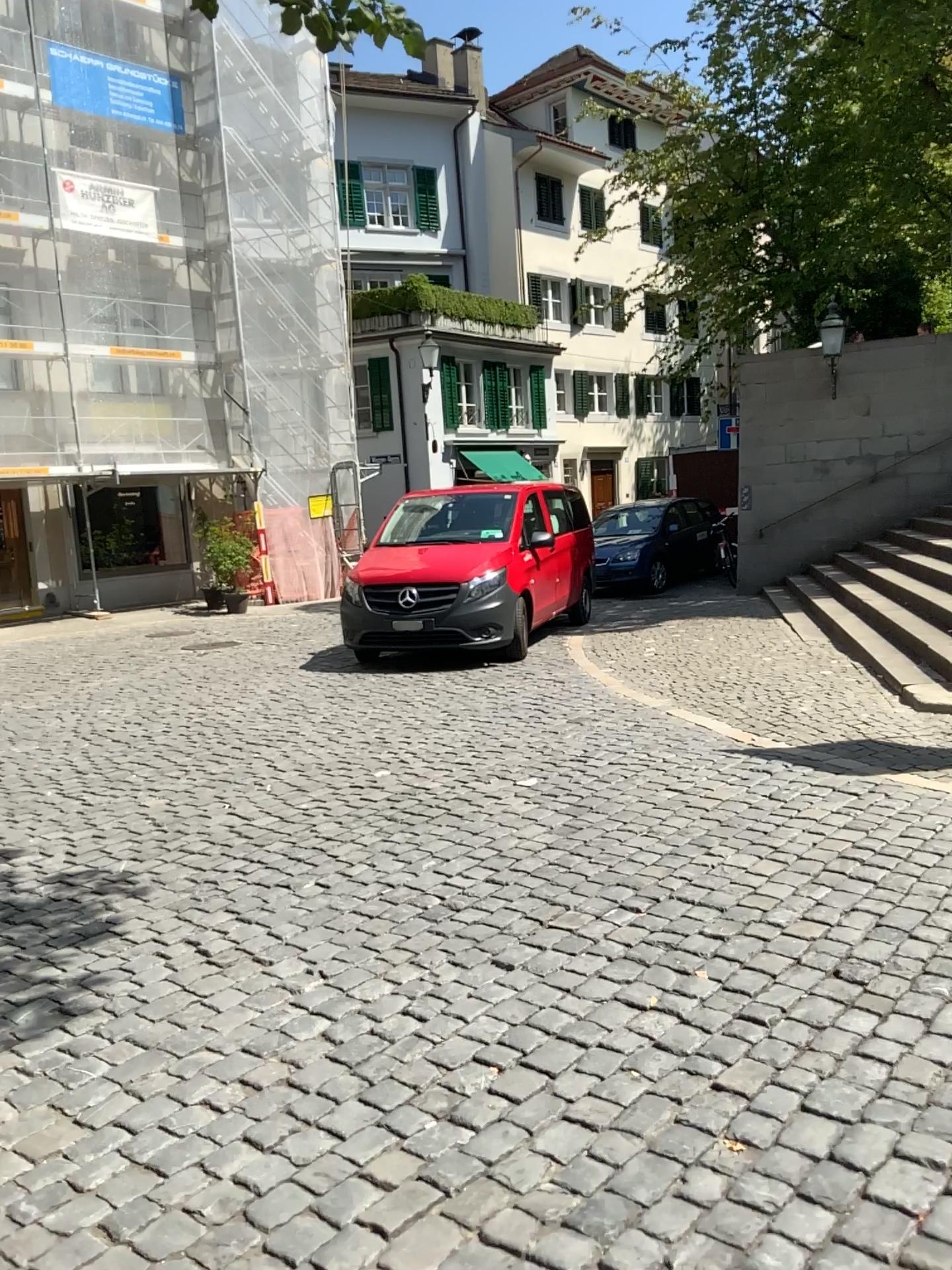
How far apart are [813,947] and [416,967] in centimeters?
134cm
